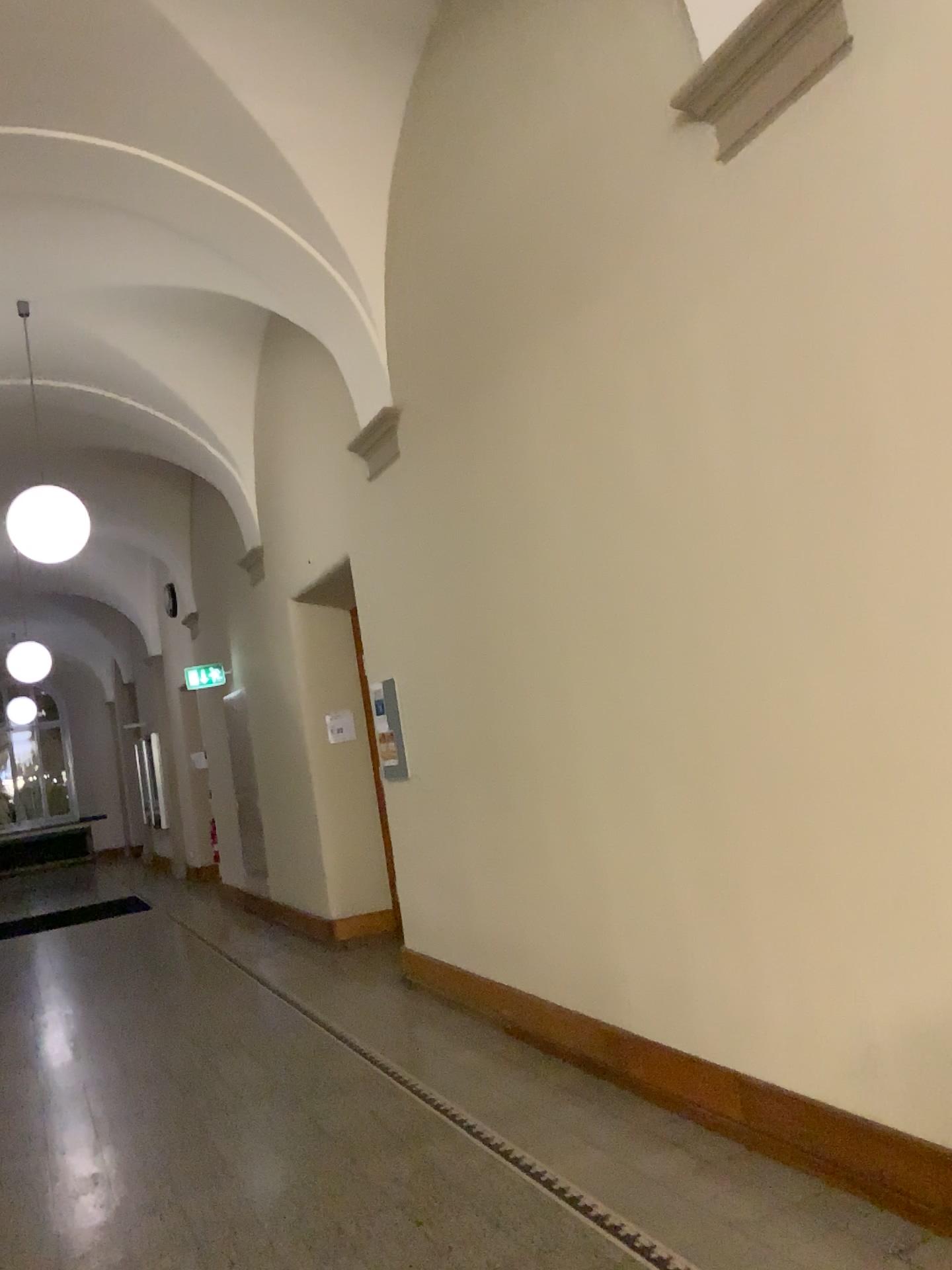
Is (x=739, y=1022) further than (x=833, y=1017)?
Yes
